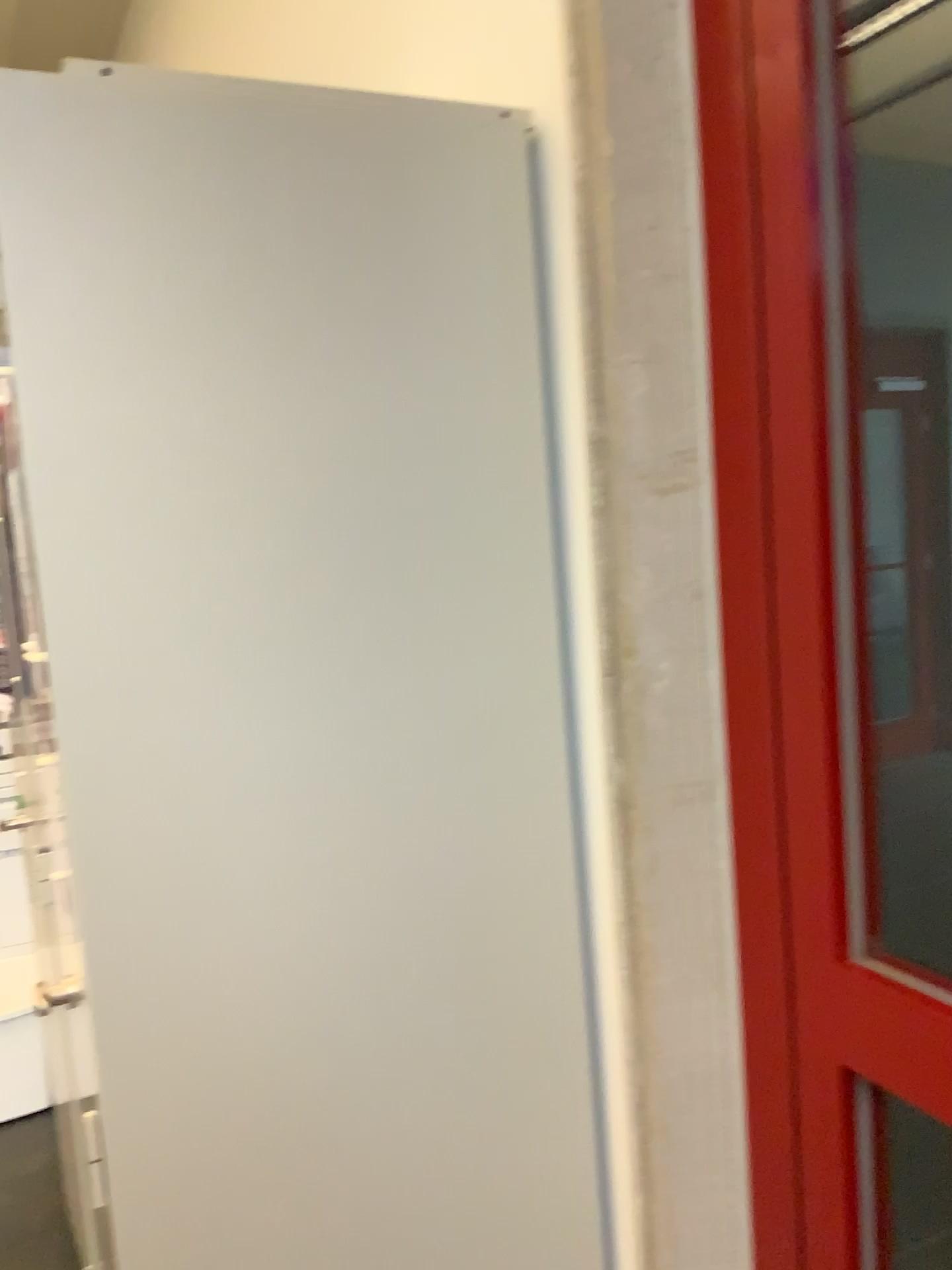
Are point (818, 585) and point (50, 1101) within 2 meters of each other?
no

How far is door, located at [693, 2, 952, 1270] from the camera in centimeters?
87cm

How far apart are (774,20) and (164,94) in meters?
0.5

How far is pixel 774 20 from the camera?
0.9 meters

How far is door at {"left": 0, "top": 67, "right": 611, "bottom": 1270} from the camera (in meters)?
0.91

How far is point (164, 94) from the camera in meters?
0.9 m
